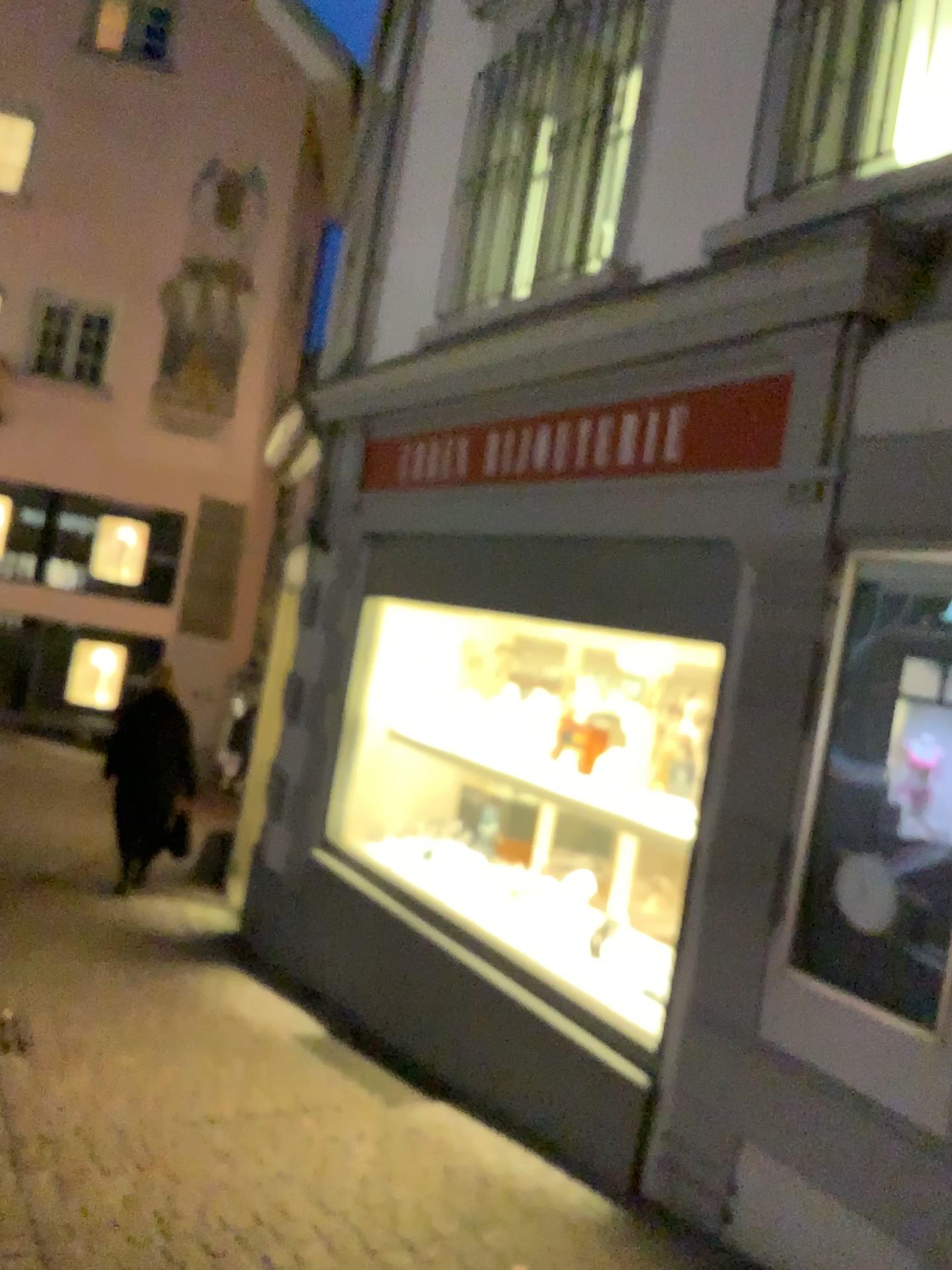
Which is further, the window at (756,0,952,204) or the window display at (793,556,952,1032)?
the window at (756,0,952,204)

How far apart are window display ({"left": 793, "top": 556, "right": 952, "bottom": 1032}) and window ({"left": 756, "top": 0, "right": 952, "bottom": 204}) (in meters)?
1.15

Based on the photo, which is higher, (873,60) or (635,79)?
(635,79)

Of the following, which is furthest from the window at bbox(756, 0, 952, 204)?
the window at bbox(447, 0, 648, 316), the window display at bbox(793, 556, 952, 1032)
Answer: the window display at bbox(793, 556, 952, 1032)

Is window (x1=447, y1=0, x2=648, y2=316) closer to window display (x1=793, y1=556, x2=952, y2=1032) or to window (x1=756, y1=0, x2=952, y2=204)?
window (x1=756, y1=0, x2=952, y2=204)

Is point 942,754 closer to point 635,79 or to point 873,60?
point 873,60

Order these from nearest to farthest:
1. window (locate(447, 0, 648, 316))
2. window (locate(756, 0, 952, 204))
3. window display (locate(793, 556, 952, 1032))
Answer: window display (locate(793, 556, 952, 1032)), window (locate(756, 0, 952, 204)), window (locate(447, 0, 648, 316))

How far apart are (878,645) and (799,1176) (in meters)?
1.36

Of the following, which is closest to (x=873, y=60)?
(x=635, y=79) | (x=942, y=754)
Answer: (x=635, y=79)

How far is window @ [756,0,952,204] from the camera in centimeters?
313cm
